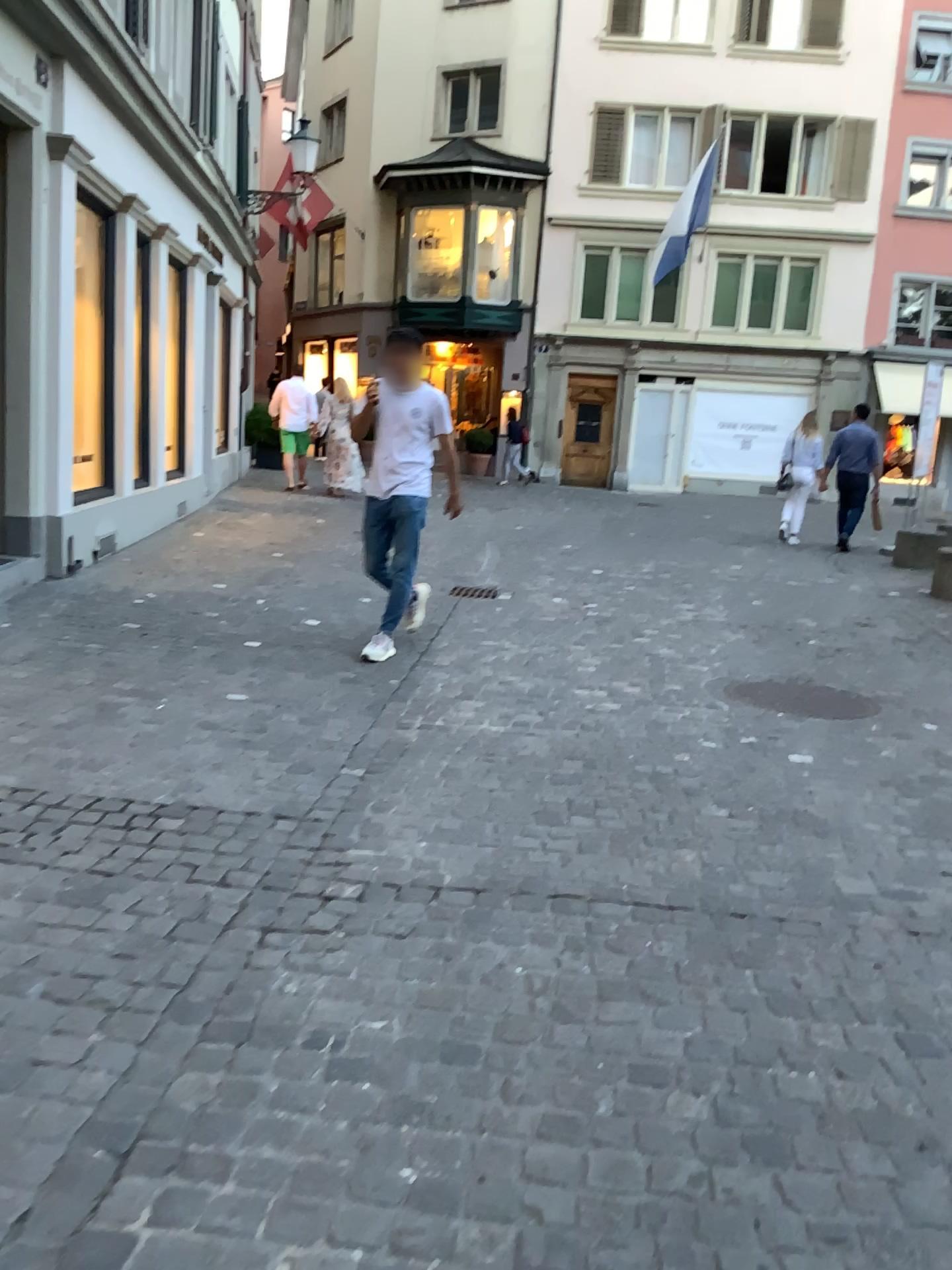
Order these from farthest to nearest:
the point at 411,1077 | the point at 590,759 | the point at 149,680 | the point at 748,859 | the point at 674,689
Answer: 1. the point at 674,689
2. the point at 149,680
3. the point at 590,759
4. the point at 748,859
5. the point at 411,1077

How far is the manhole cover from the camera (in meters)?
5.03

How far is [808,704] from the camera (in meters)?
5.03
